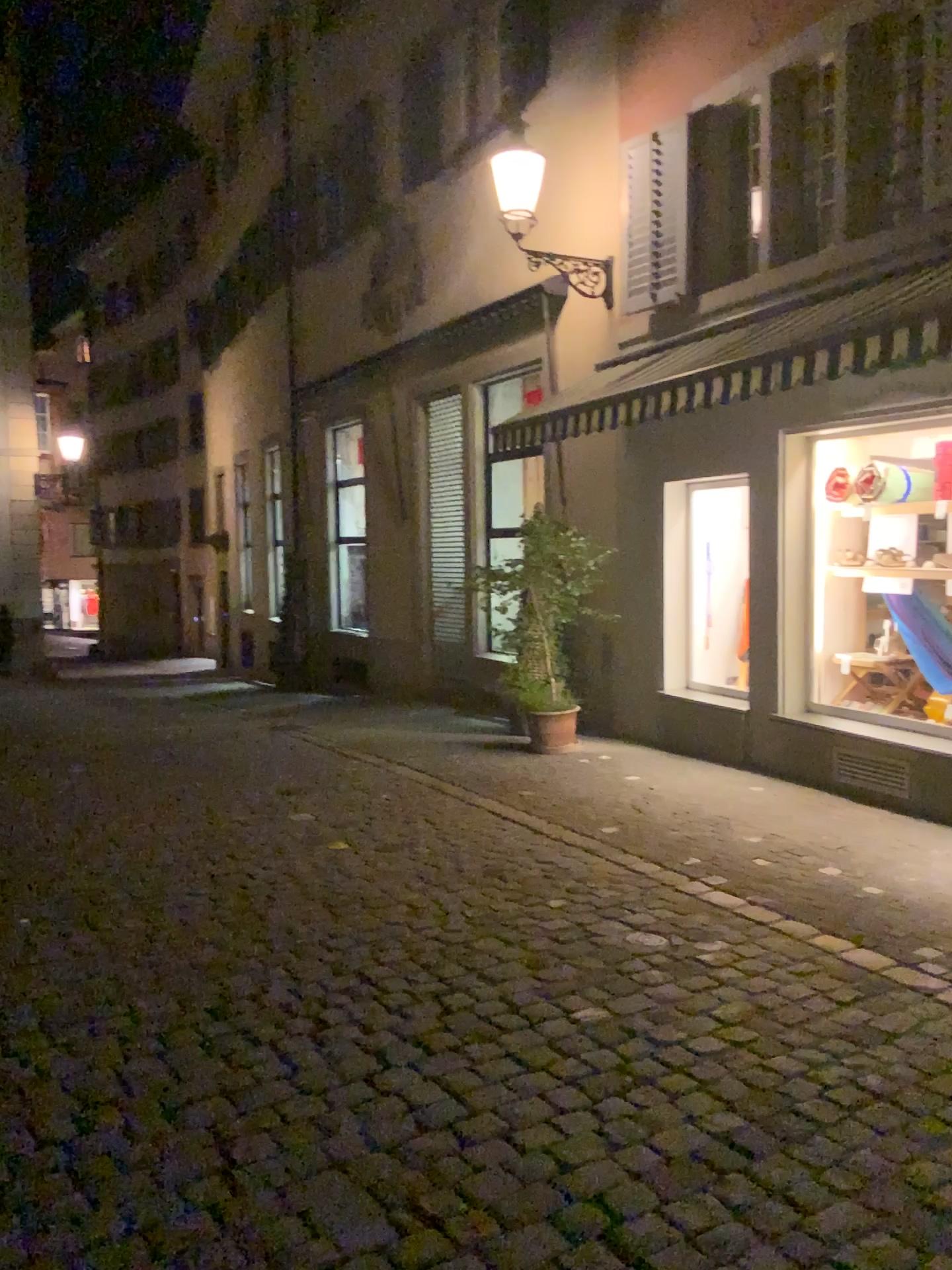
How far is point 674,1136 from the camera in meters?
2.9
